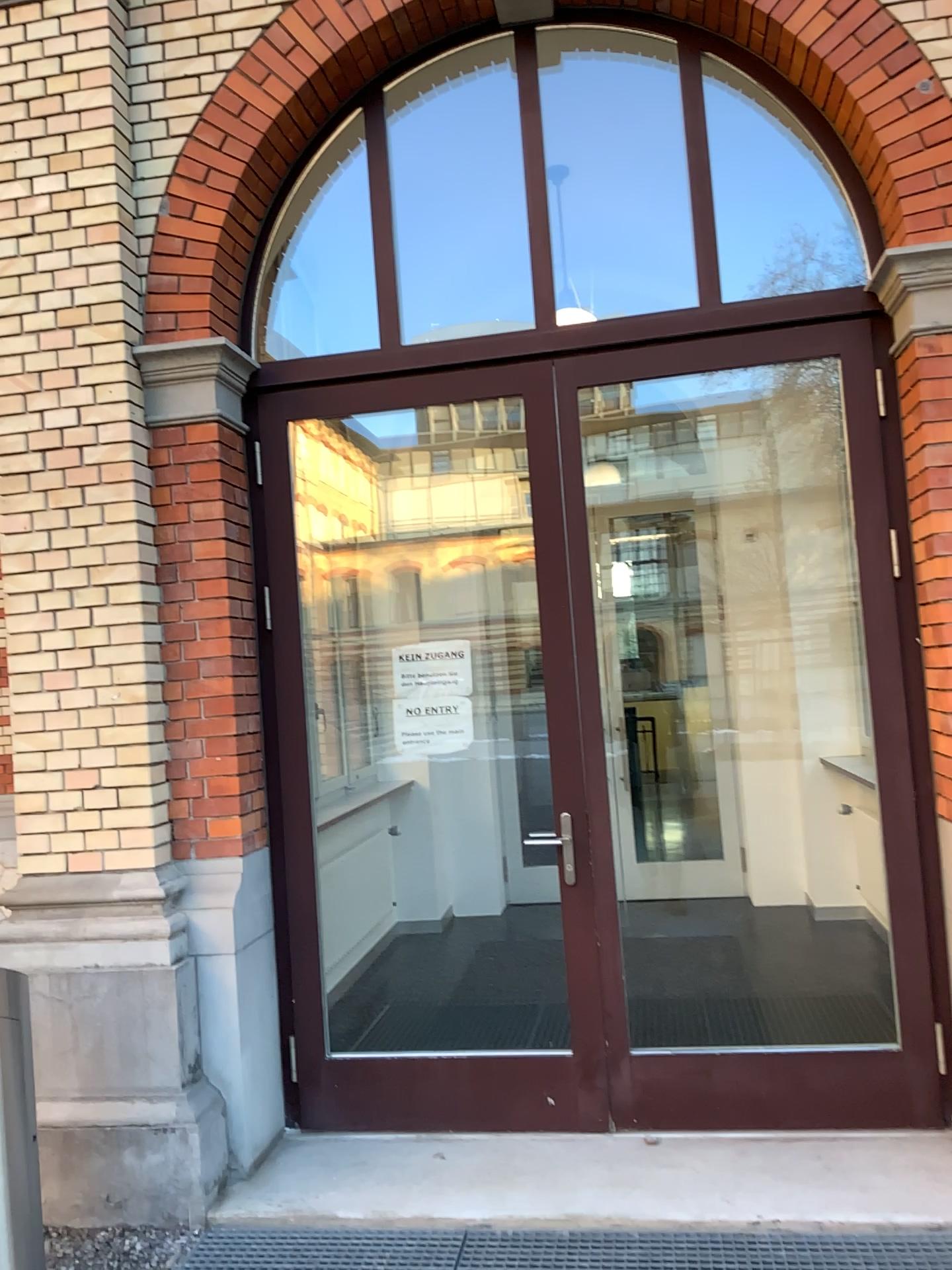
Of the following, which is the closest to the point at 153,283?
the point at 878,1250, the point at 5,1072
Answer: the point at 5,1072

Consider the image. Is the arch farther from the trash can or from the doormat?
the doormat

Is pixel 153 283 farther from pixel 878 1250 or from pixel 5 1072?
pixel 878 1250

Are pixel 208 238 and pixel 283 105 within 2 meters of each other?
yes

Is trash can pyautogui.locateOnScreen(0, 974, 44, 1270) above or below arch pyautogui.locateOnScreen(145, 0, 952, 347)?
below

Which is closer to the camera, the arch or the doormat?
the doormat

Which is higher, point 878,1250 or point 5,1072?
point 5,1072

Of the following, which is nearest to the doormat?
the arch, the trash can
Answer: the trash can

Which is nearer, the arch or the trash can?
the trash can

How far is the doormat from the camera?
2.8m
